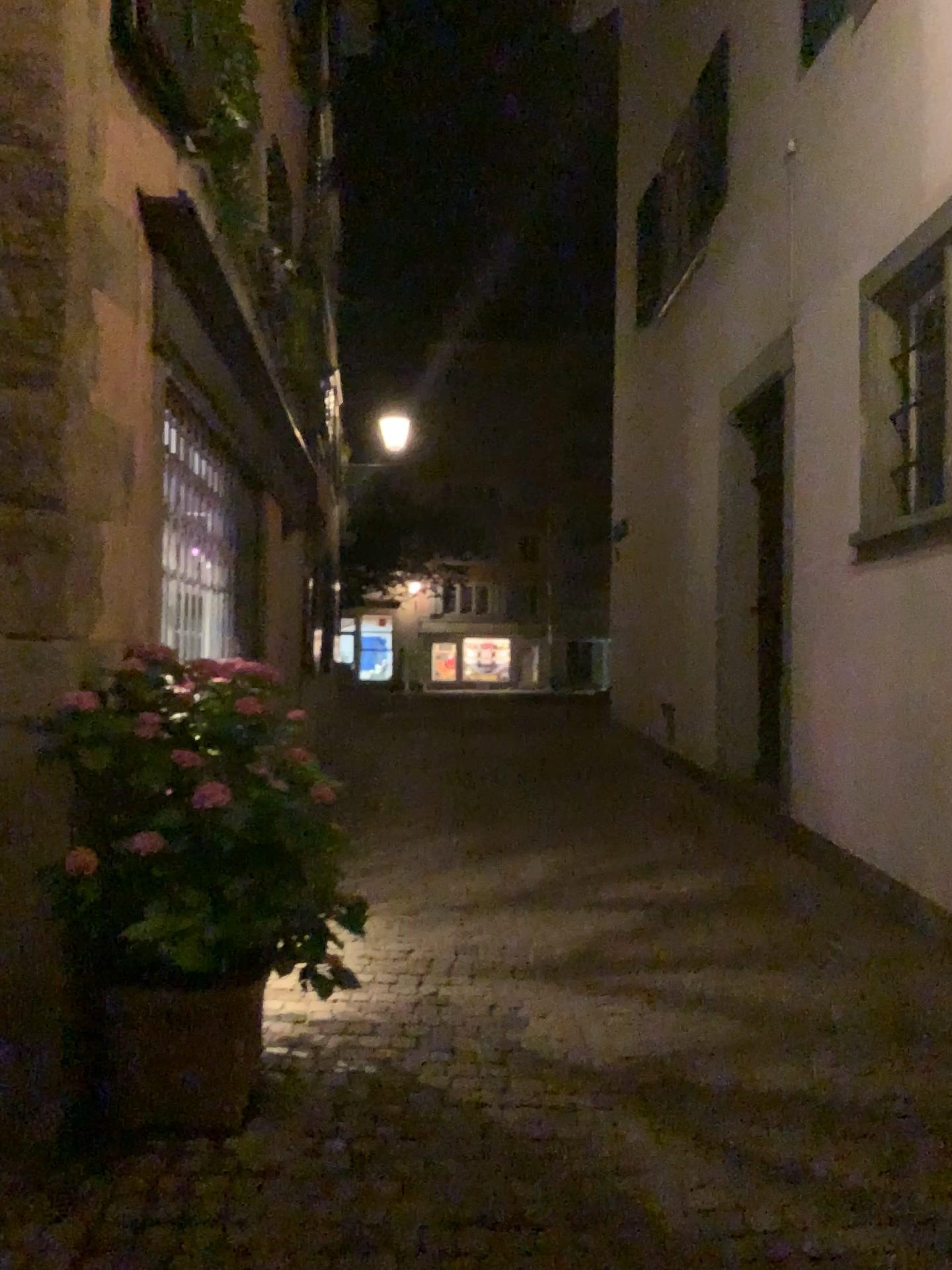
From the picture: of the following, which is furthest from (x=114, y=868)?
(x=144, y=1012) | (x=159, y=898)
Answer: (x=144, y=1012)

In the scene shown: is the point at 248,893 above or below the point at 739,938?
above

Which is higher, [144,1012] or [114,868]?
[114,868]

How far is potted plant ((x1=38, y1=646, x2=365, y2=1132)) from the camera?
2.7 meters

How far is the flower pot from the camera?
2.9m

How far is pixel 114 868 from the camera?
2.7 meters
